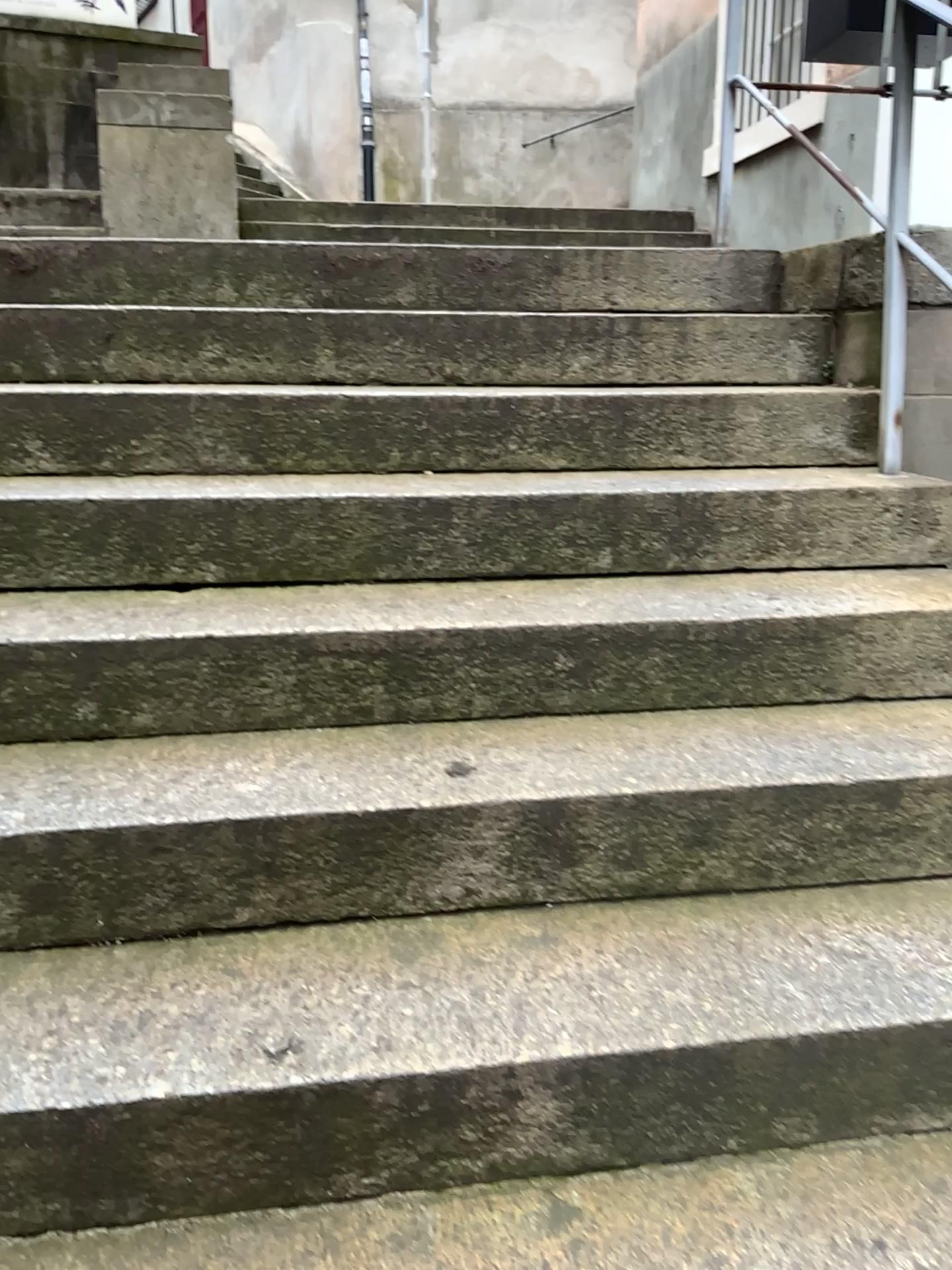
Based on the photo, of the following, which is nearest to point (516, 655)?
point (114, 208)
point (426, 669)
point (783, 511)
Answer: point (426, 669)
